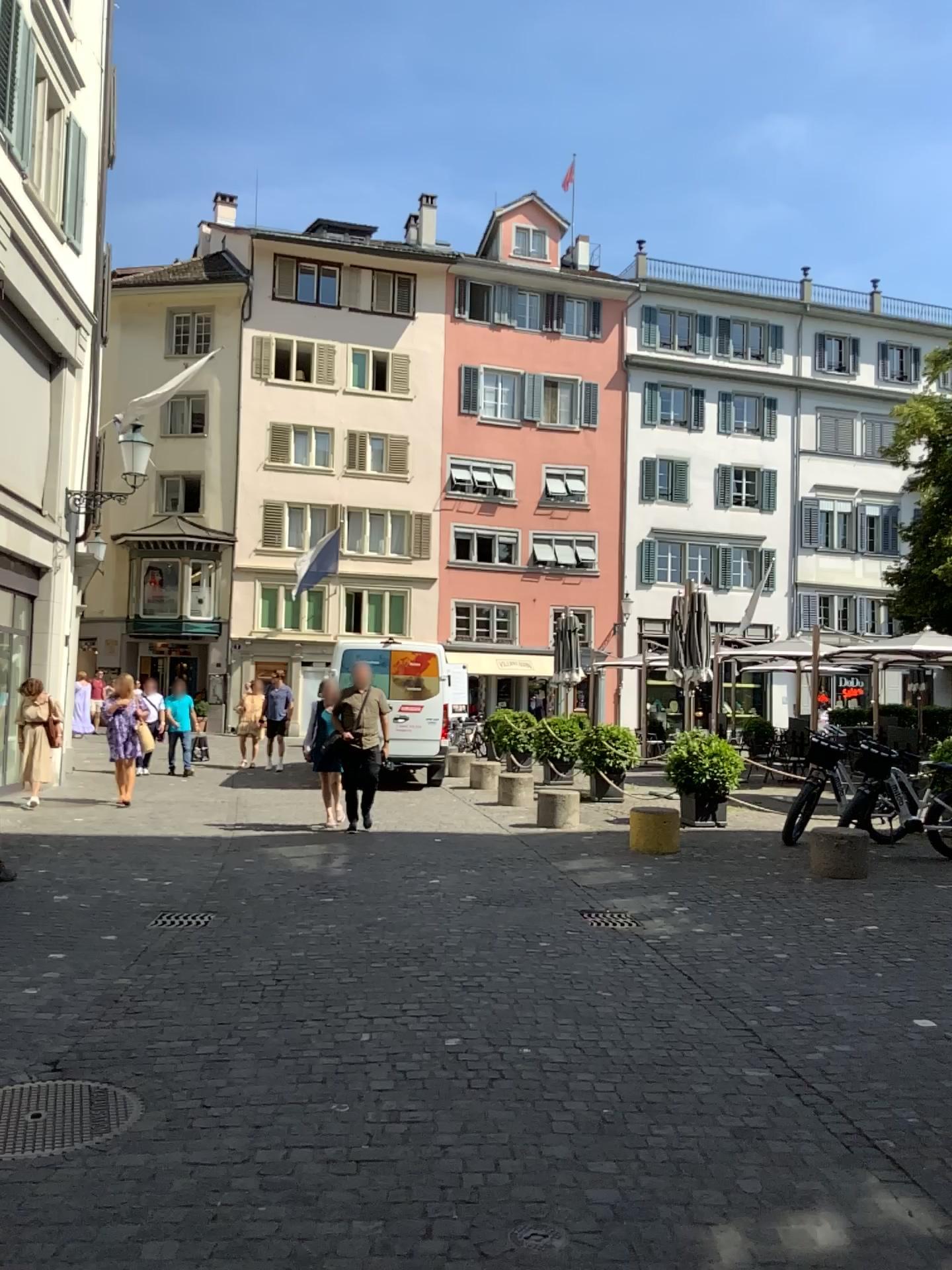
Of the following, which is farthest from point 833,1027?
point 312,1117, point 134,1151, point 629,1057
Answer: point 134,1151
